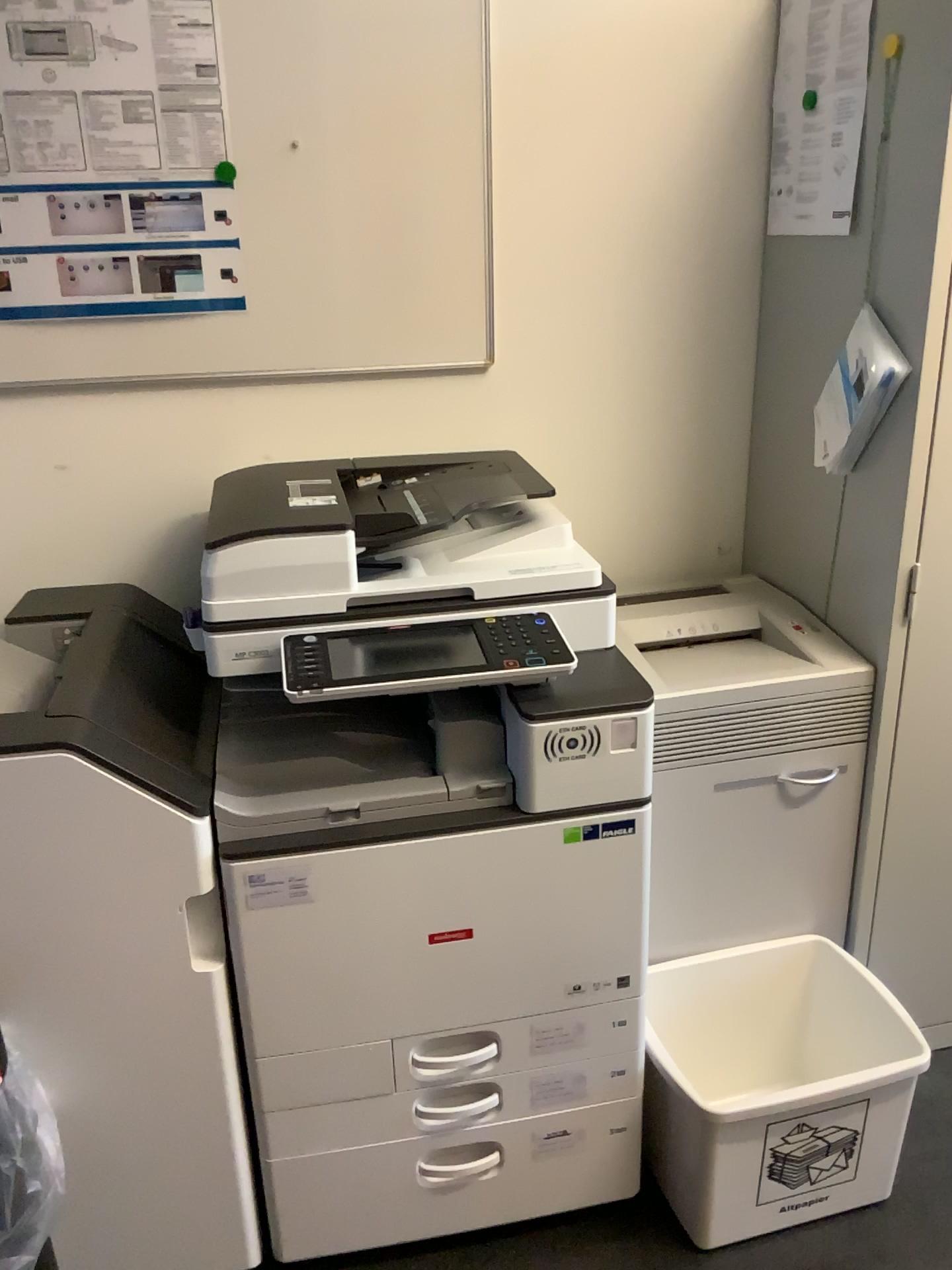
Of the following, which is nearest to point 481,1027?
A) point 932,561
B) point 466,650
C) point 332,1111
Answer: point 332,1111

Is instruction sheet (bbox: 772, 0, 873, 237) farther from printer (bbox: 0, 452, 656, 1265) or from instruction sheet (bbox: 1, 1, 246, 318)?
instruction sheet (bbox: 1, 1, 246, 318)

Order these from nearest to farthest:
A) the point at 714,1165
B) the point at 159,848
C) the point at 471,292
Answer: the point at 159,848
the point at 714,1165
the point at 471,292

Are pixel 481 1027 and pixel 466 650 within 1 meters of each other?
yes

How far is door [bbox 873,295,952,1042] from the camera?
1.6m

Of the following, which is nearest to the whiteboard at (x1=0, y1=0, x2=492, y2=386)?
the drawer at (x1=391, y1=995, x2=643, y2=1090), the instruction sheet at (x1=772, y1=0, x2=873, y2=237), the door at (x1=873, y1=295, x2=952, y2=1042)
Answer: the instruction sheet at (x1=772, y1=0, x2=873, y2=237)

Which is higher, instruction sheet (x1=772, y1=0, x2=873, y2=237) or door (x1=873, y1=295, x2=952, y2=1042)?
instruction sheet (x1=772, y1=0, x2=873, y2=237)

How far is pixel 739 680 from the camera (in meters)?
1.69

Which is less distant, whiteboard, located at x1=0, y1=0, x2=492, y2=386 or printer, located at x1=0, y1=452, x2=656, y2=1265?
printer, located at x1=0, y1=452, x2=656, y2=1265

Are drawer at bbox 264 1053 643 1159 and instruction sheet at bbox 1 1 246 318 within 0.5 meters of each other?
no
